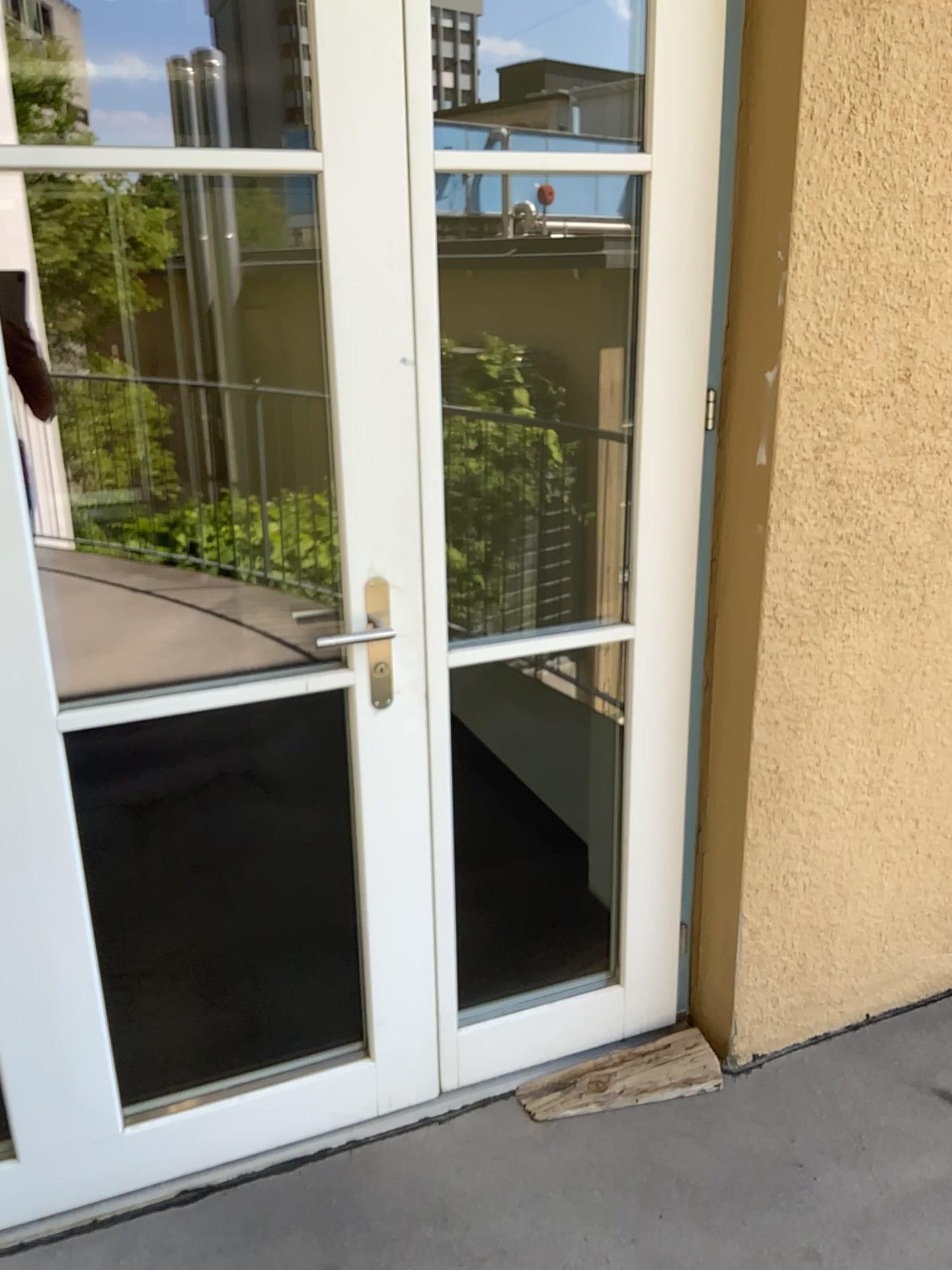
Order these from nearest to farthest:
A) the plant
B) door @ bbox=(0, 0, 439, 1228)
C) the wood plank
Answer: door @ bbox=(0, 0, 439, 1228)
the wood plank
the plant

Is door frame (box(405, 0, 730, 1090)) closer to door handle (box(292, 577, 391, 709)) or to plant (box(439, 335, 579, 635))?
door handle (box(292, 577, 391, 709))

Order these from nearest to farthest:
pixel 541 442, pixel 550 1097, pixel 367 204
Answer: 1. pixel 367 204
2. pixel 550 1097
3. pixel 541 442

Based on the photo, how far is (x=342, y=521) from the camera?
1.7m

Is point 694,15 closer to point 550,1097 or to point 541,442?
point 541,442

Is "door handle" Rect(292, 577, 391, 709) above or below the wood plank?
above

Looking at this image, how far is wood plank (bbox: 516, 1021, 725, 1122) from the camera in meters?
2.1

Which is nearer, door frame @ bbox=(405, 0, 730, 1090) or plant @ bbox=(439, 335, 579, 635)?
door frame @ bbox=(405, 0, 730, 1090)

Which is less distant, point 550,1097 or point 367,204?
point 367,204

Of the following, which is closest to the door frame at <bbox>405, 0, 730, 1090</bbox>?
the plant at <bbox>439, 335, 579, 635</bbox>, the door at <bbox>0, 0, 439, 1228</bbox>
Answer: the door at <bbox>0, 0, 439, 1228</bbox>
